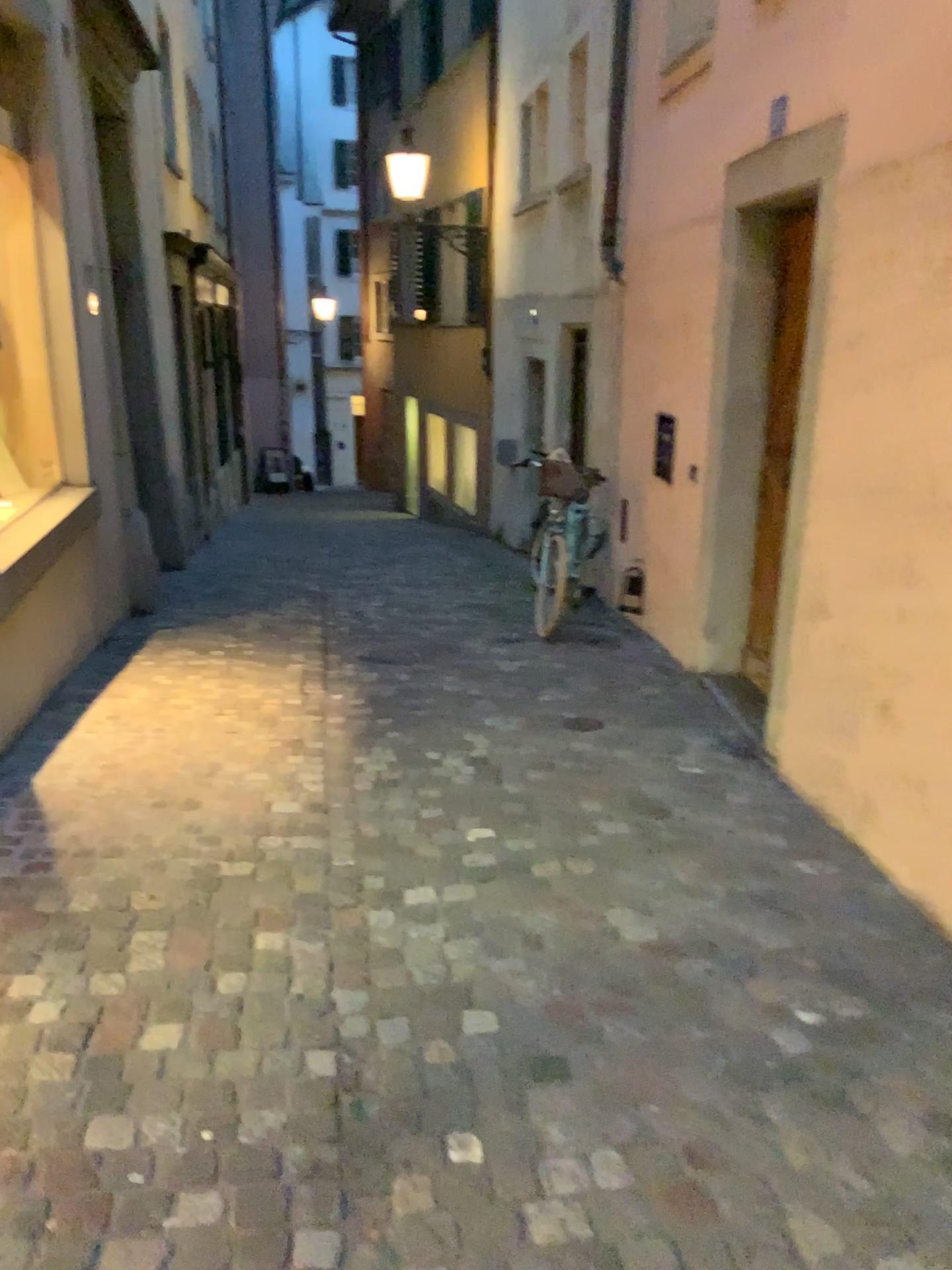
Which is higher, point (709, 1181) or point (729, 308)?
point (729, 308)
